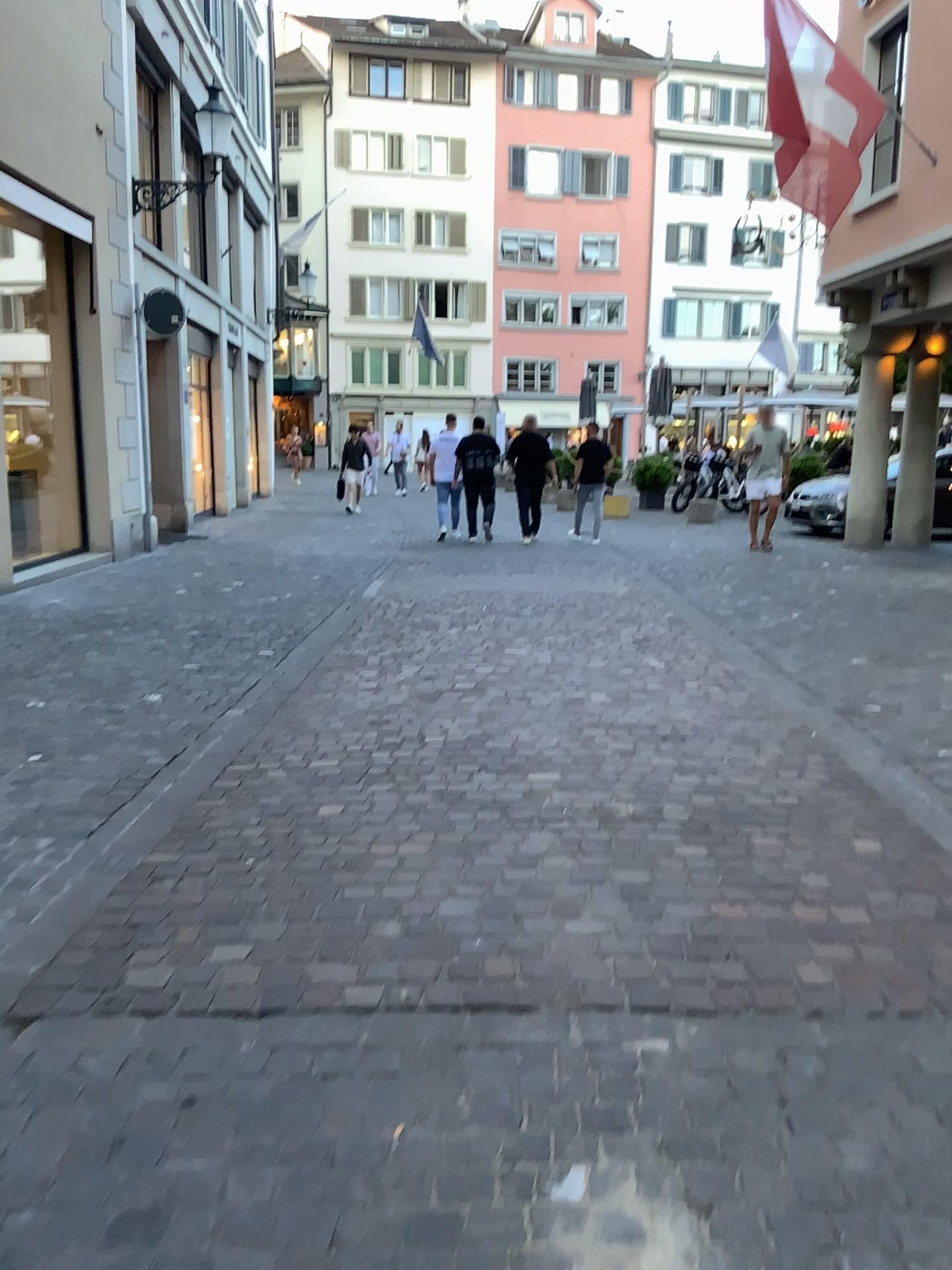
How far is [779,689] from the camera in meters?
5.5 m
